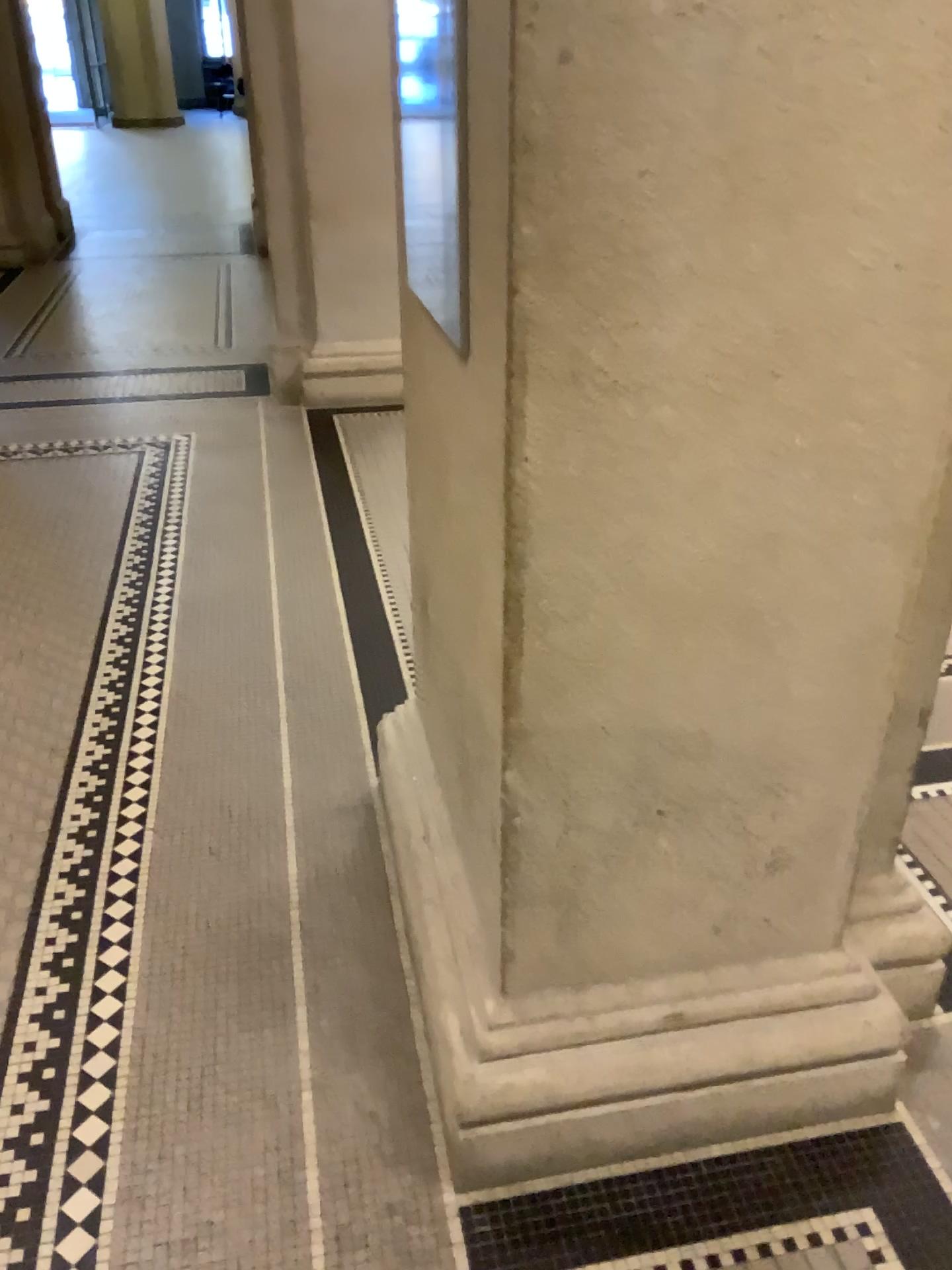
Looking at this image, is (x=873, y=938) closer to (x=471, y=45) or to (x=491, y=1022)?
(x=491, y=1022)

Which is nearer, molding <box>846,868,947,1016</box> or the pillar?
the pillar

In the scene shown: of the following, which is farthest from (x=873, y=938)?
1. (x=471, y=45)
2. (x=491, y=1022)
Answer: (x=471, y=45)

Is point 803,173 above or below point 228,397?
above

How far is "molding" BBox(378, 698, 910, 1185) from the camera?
1.5m

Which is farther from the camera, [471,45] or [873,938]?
[873,938]

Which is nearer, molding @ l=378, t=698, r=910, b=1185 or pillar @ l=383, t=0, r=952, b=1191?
pillar @ l=383, t=0, r=952, b=1191

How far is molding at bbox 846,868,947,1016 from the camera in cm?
174
